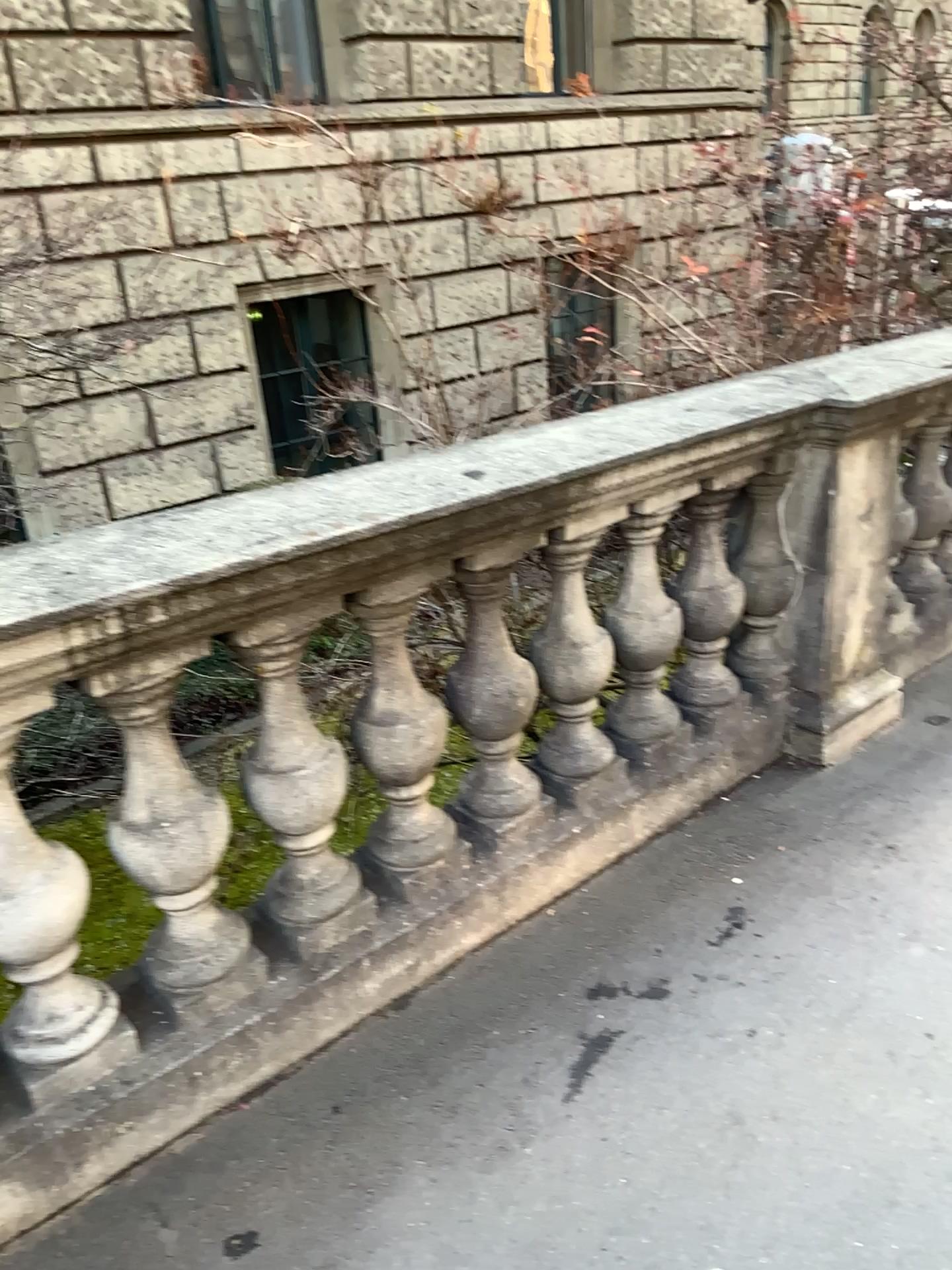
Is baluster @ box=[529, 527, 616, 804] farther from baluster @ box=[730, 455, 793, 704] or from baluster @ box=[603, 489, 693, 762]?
baluster @ box=[730, 455, 793, 704]

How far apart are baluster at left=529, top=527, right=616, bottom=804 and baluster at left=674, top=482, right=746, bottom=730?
0.3 meters

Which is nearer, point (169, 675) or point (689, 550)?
point (169, 675)

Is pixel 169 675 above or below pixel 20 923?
above

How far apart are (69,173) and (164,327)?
0.3m

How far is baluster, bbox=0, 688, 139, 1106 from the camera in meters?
1.6

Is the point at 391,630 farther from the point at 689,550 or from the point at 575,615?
the point at 689,550

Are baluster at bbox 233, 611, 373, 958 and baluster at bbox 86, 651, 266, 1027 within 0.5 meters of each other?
yes

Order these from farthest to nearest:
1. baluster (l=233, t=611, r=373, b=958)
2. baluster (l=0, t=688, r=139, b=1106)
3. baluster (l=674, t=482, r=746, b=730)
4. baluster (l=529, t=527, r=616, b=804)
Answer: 1. baluster (l=674, t=482, r=746, b=730)
2. baluster (l=529, t=527, r=616, b=804)
3. baluster (l=233, t=611, r=373, b=958)
4. baluster (l=0, t=688, r=139, b=1106)

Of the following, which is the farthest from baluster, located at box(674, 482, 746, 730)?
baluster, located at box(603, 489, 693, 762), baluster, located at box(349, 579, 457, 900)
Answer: baluster, located at box(349, 579, 457, 900)
